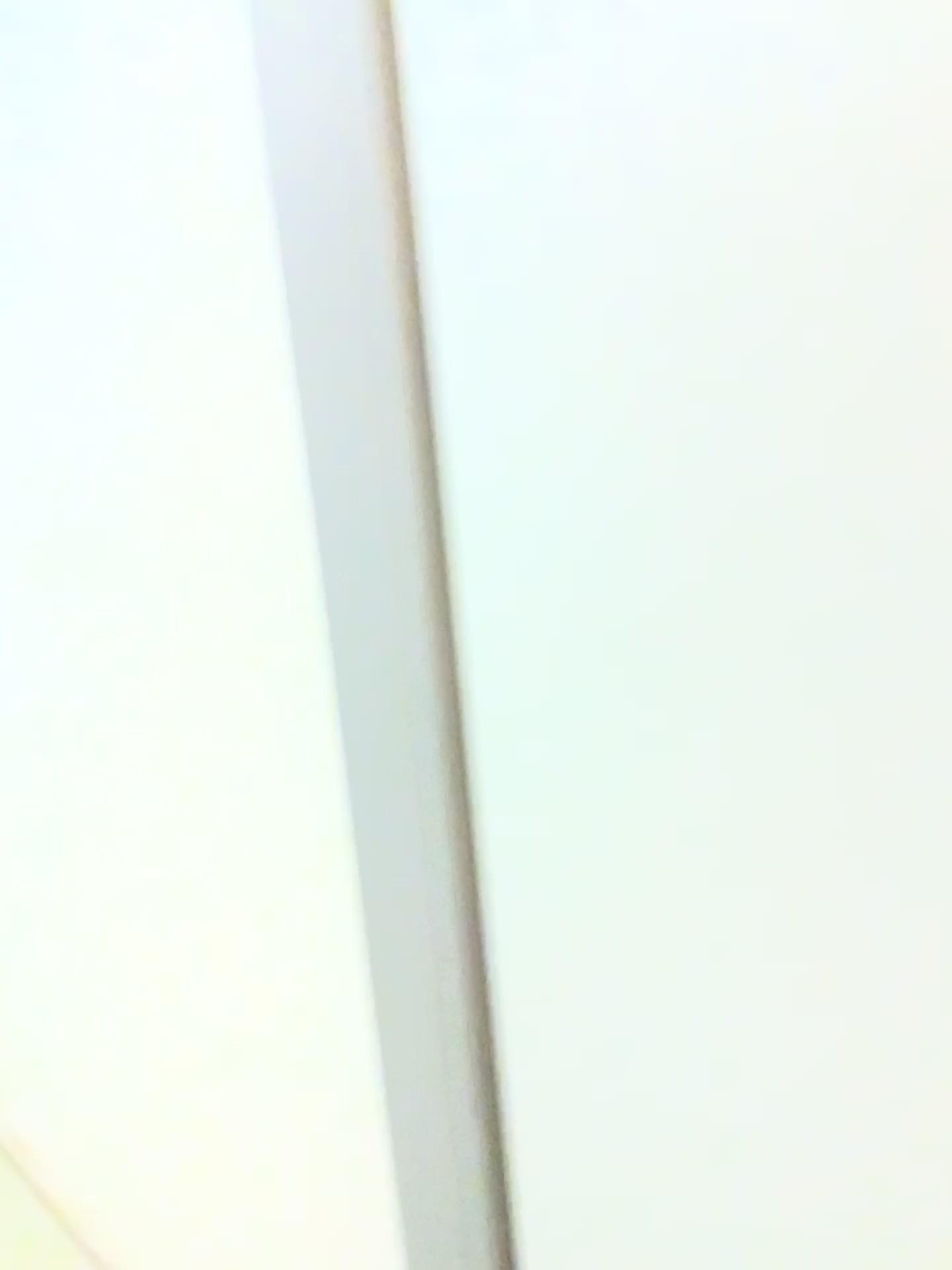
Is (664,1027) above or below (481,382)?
below
